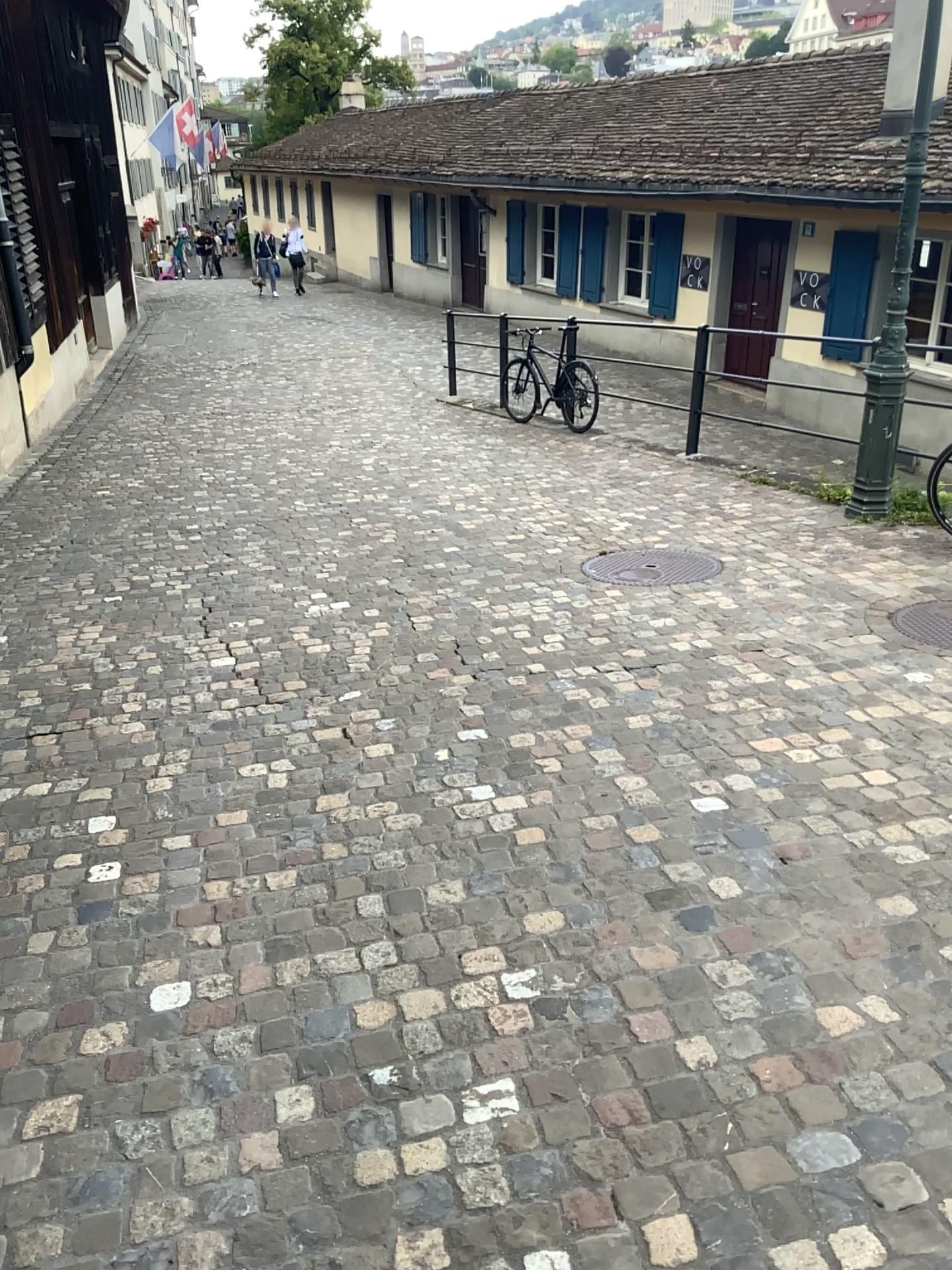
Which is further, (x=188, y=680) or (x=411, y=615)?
(x=411, y=615)

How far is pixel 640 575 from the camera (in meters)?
5.28

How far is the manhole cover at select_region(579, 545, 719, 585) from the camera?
5.28m
